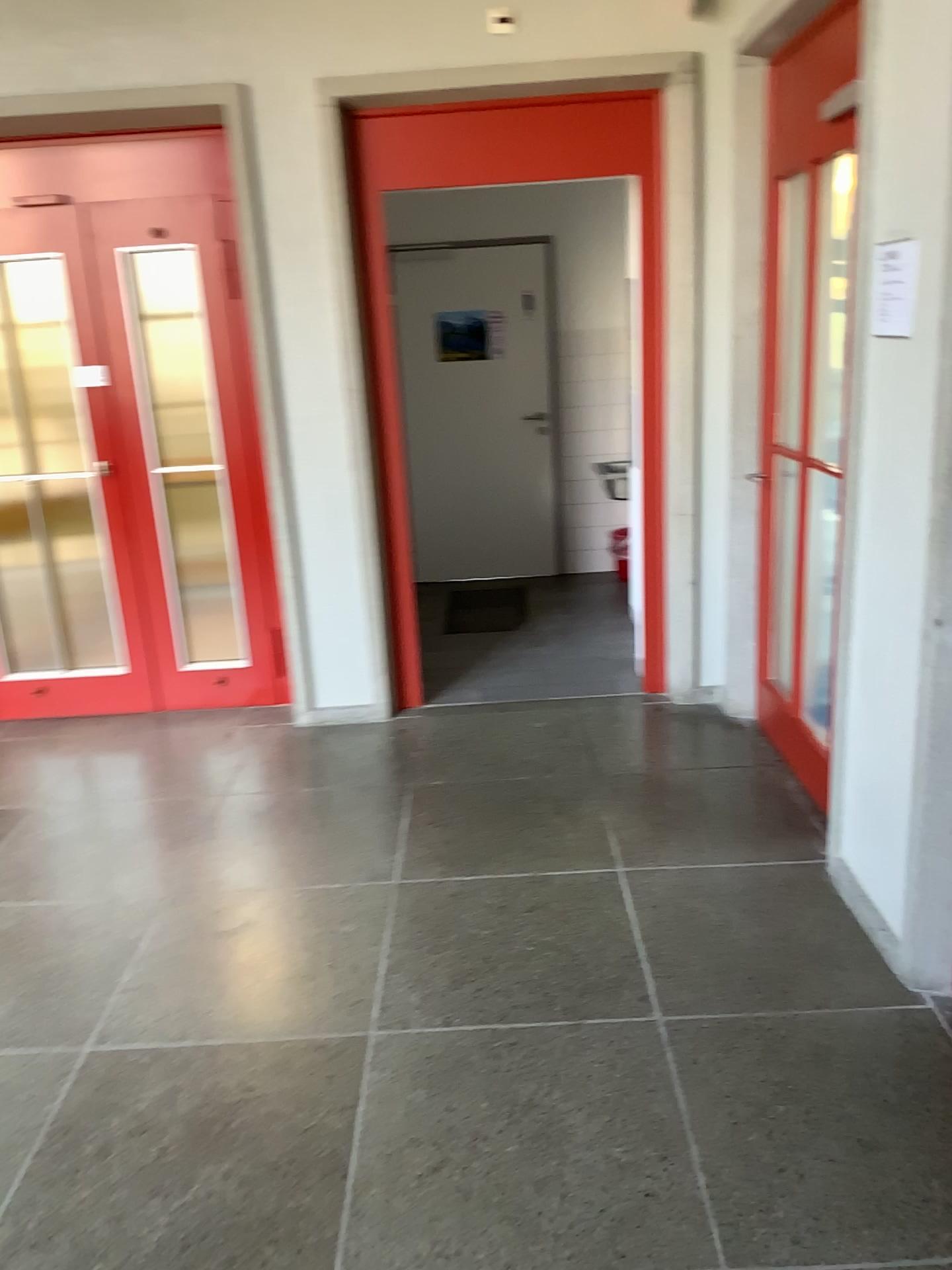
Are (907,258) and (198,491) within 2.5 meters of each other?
no

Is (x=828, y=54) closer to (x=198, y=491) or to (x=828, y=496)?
(x=828, y=496)

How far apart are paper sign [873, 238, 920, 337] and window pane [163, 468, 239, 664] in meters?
2.9 m

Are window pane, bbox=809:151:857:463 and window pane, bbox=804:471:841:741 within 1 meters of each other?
yes

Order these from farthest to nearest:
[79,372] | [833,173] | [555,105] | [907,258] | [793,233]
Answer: [79,372], [555,105], [793,233], [833,173], [907,258]

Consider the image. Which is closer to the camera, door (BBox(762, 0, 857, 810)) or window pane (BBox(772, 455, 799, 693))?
door (BBox(762, 0, 857, 810))

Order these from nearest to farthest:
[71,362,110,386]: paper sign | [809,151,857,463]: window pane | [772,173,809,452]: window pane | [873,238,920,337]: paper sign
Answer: [873,238,920,337]: paper sign
[809,151,857,463]: window pane
[772,173,809,452]: window pane
[71,362,110,386]: paper sign

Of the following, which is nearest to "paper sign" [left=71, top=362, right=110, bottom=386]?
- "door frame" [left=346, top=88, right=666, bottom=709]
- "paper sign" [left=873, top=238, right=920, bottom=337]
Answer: "door frame" [left=346, top=88, right=666, bottom=709]

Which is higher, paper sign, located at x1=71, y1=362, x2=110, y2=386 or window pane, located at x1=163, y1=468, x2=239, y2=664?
paper sign, located at x1=71, y1=362, x2=110, y2=386

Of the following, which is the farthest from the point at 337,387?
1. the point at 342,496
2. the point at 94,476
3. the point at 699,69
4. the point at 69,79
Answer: Answer: the point at 699,69
